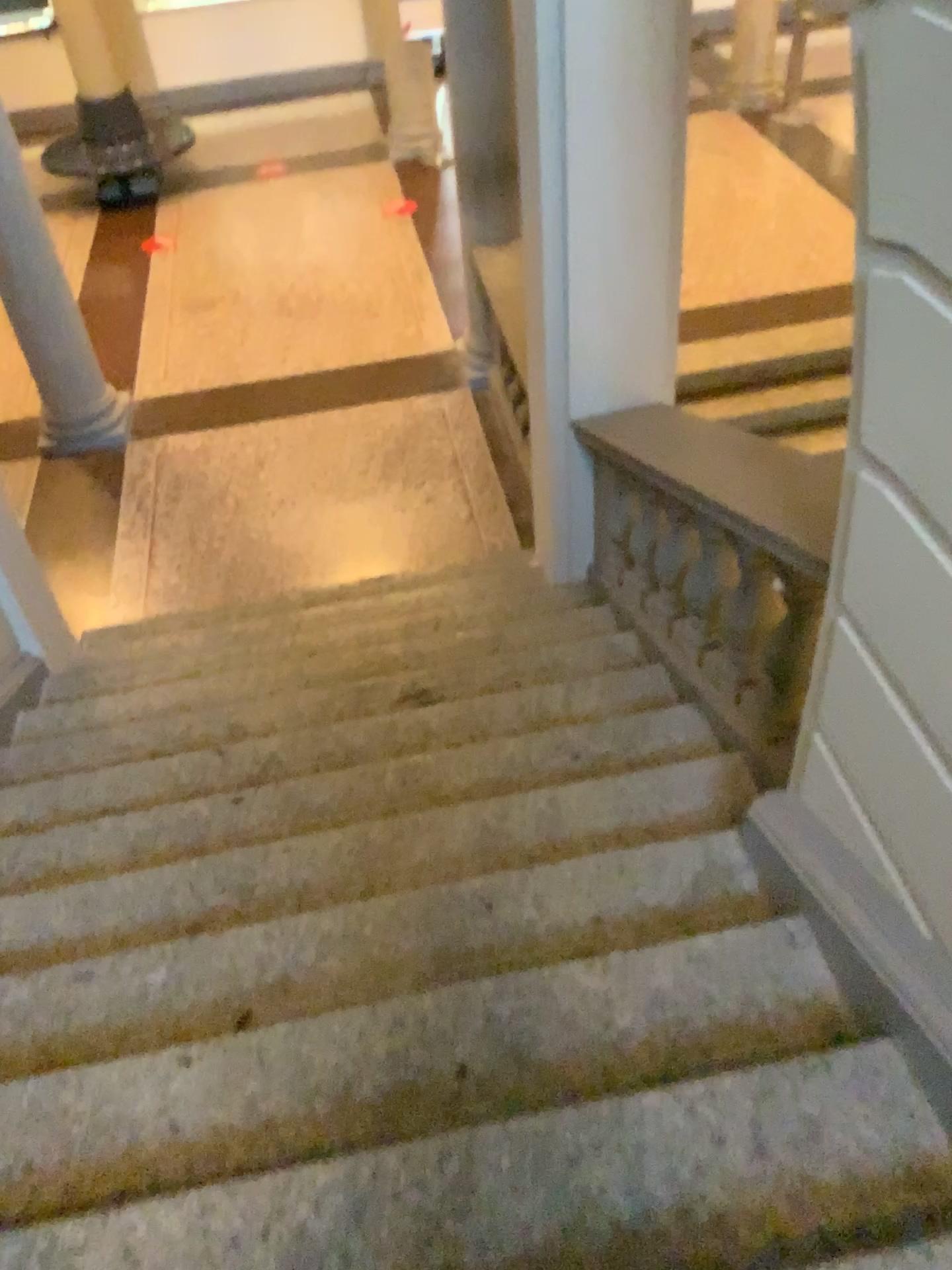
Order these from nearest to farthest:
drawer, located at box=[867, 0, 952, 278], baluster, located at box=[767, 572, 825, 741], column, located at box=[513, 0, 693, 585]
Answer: drawer, located at box=[867, 0, 952, 278] → baluster, located at box=[767, 572, 825, 741] → column, located at box=[513, 0, 693, 585]

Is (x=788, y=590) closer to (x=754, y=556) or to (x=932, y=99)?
(x=754, y=556)

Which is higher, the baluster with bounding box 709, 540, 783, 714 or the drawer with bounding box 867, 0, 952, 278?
the drawer with bounding box 867, 0, 952, 278

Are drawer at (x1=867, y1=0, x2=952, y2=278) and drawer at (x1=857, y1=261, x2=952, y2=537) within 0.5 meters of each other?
yes

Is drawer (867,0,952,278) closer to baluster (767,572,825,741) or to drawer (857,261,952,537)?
drawer (857,261,952,537)

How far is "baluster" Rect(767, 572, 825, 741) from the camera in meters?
2.4

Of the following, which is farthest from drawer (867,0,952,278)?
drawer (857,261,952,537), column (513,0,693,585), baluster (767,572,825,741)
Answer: column (513,0,693,585)

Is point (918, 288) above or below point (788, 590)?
above

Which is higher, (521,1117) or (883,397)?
(883,397)

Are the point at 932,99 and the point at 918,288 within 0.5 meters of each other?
yes
